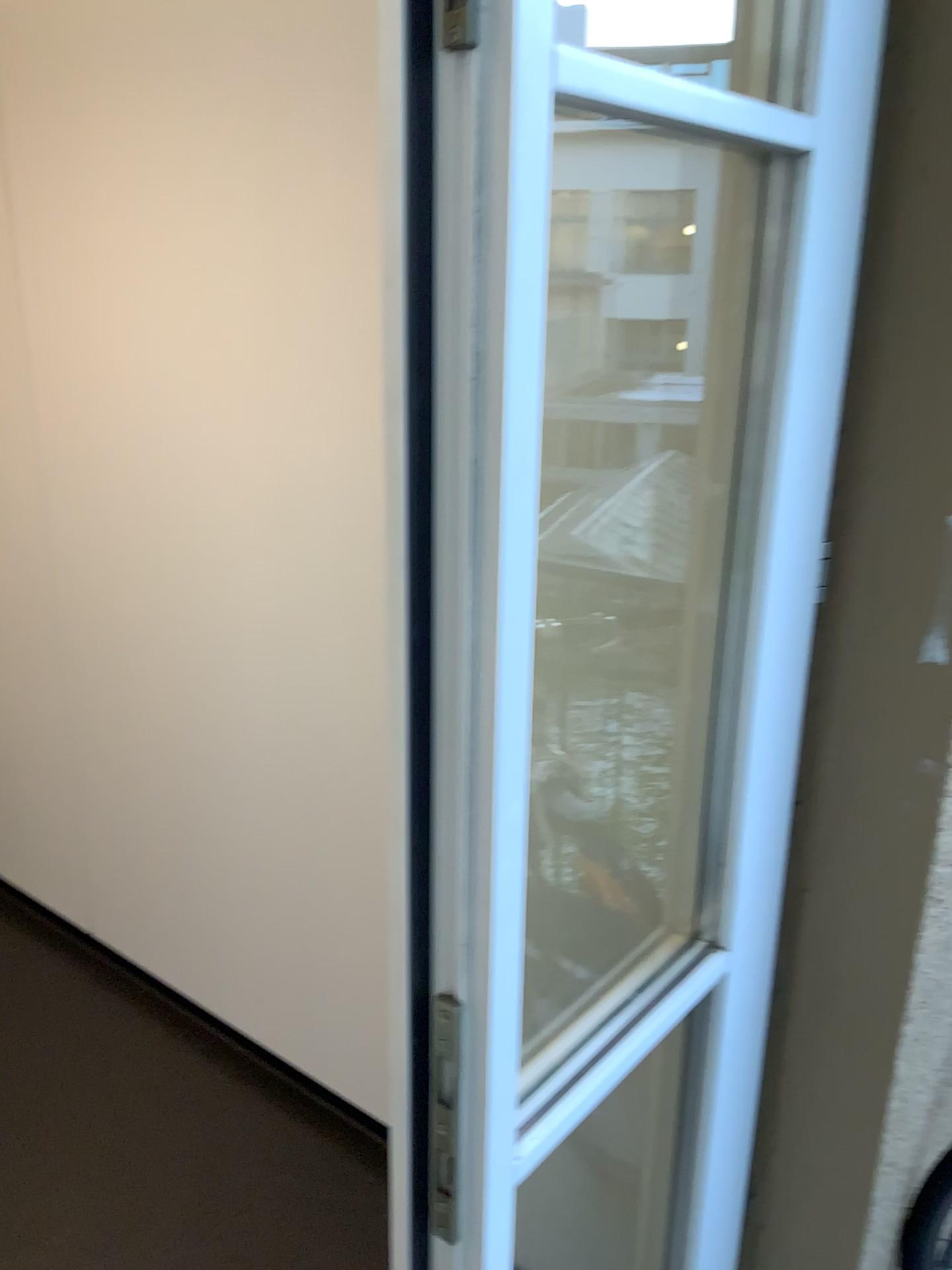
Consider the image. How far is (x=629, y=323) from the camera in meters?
1.3

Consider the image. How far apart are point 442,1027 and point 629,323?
0.8 meters

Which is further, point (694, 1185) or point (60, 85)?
point (60, 85)

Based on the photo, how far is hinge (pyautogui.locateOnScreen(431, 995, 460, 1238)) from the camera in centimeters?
78cm

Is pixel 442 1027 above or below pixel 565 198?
below

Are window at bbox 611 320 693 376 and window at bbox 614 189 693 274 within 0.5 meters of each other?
yes

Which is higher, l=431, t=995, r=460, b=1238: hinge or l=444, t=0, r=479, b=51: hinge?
l=444, t=0, r=479, b=51: hinge

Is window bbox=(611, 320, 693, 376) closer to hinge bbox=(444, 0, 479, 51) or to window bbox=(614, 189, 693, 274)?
window bbox=(614, 189, 693, 274)

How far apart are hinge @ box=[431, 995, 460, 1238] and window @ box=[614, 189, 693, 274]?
0.9 meters

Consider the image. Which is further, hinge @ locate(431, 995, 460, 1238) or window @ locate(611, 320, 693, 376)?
window @ locate(611, 320, 693, 376)
